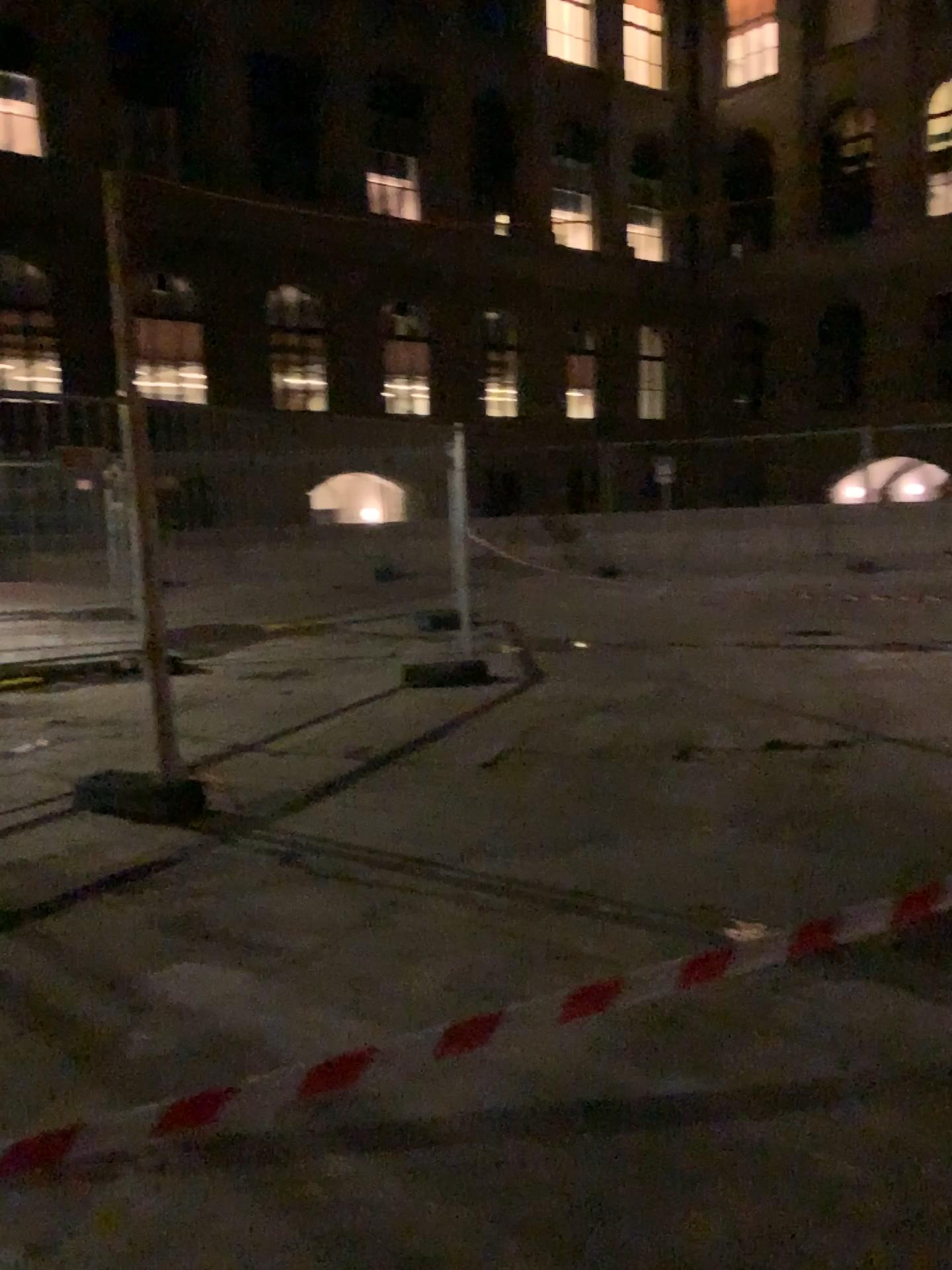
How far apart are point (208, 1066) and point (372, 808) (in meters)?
2.19
